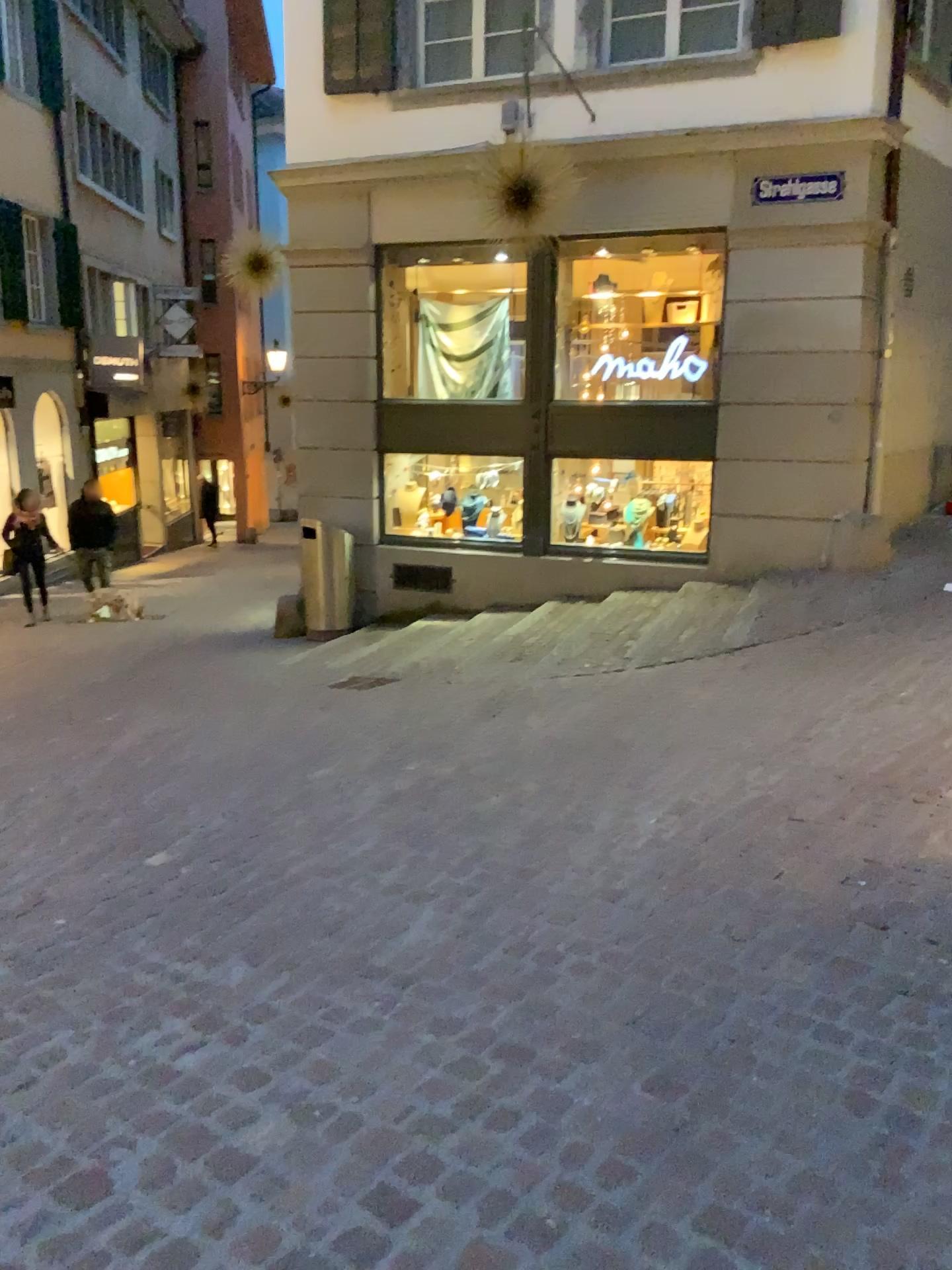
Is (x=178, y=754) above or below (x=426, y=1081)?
below
